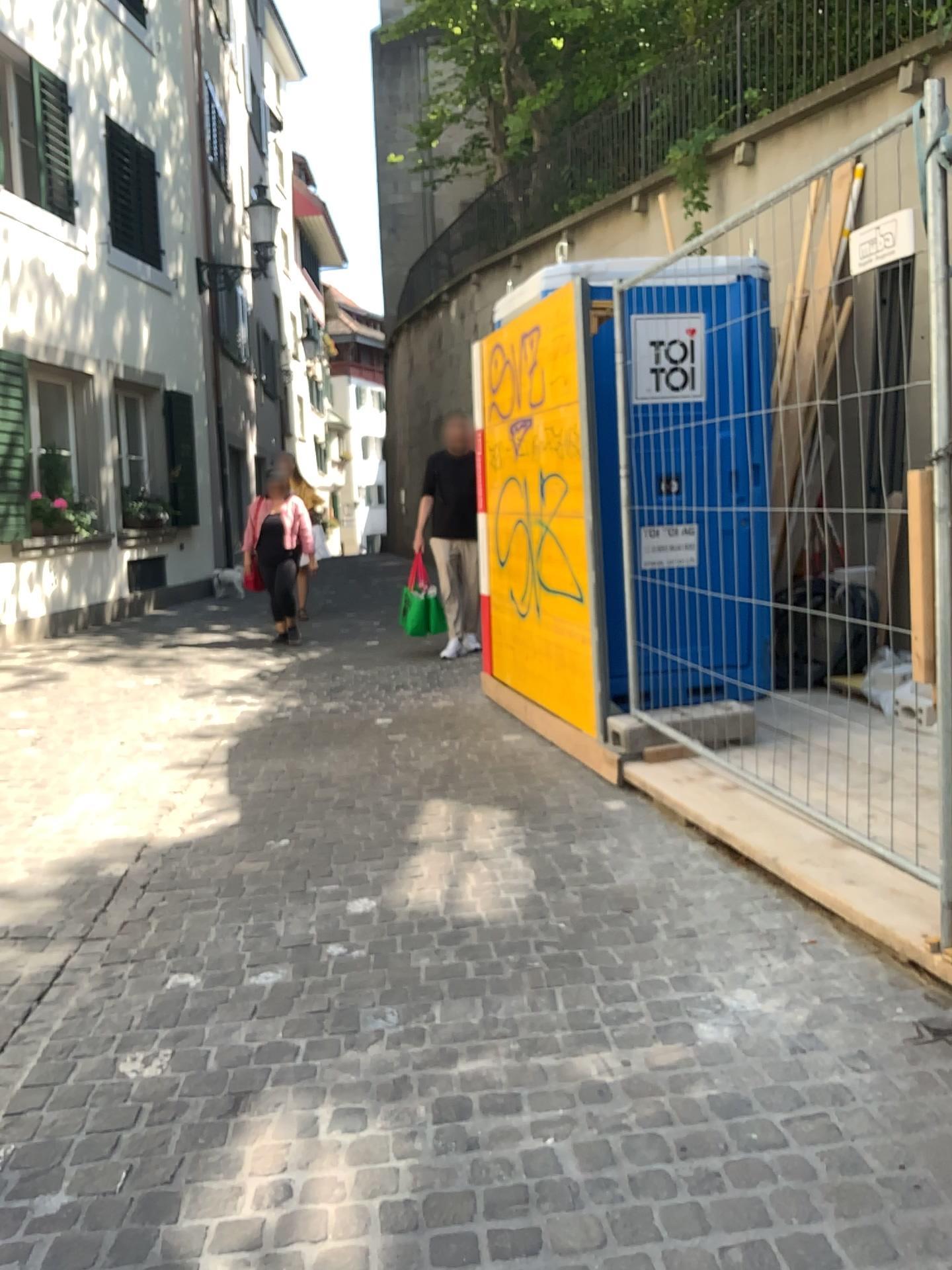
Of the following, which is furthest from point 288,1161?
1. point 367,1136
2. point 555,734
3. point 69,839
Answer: point 555,734
